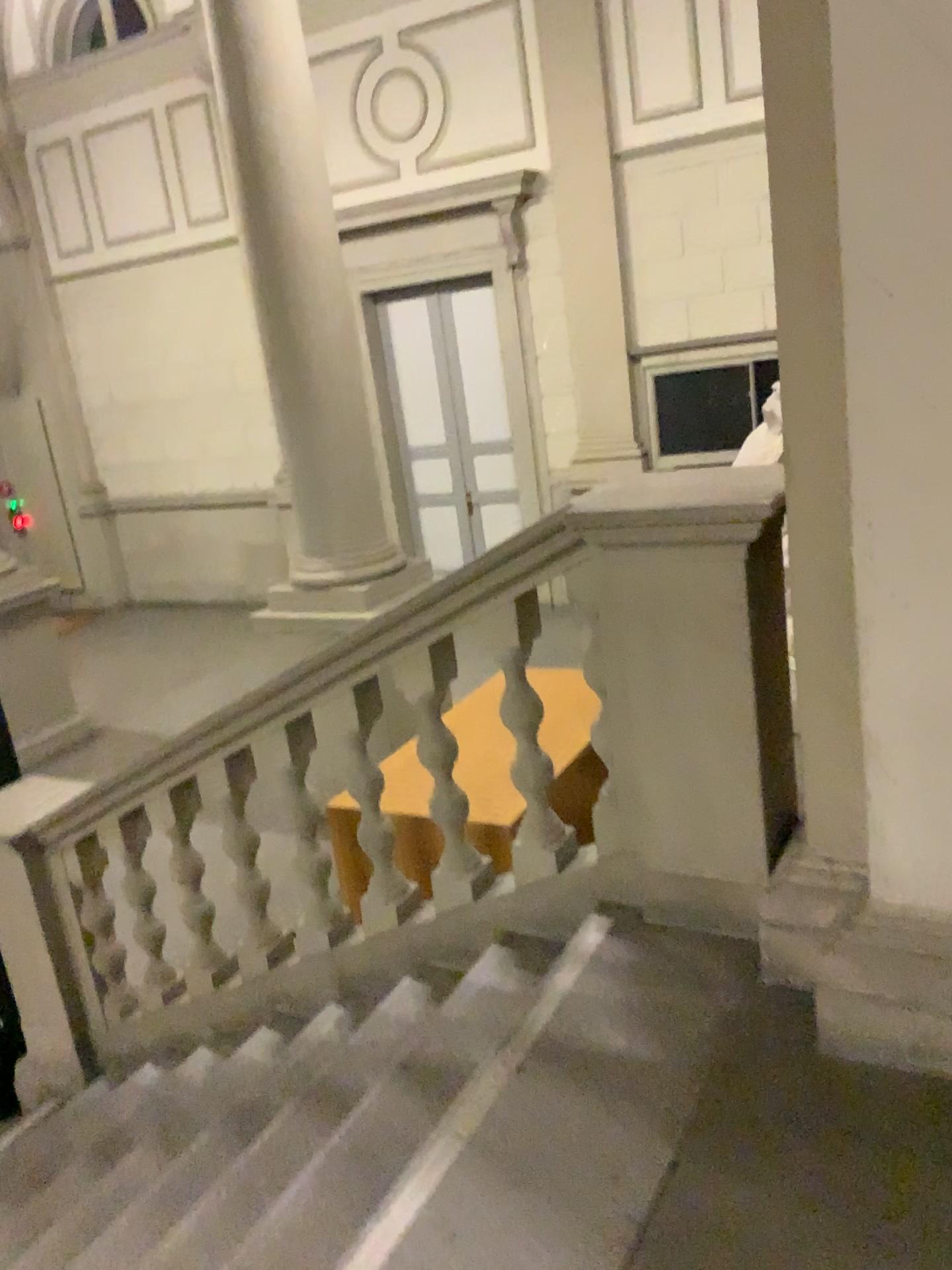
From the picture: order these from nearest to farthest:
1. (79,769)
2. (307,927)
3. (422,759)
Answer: (422,759) < (307,927) < (79,769)
